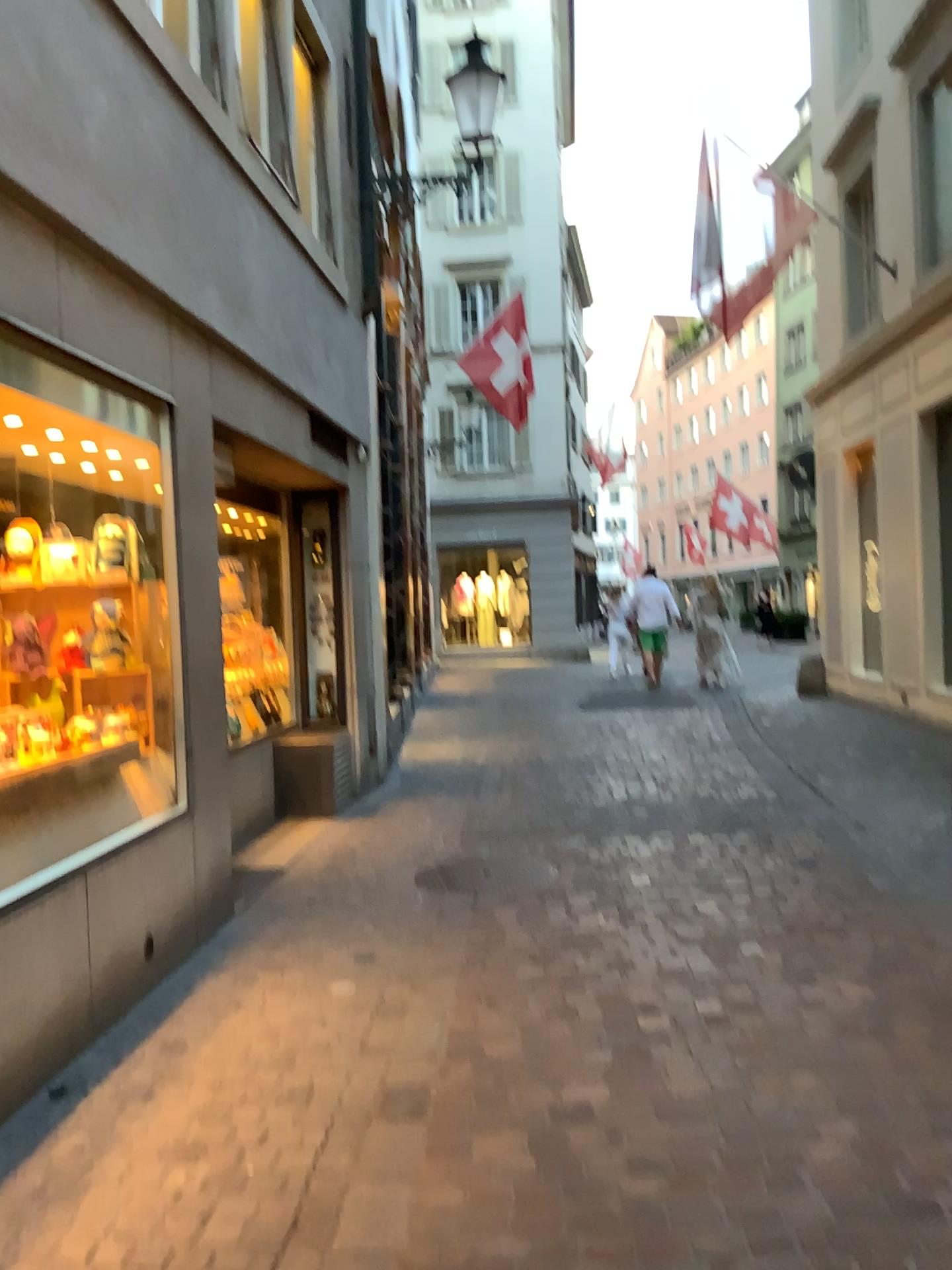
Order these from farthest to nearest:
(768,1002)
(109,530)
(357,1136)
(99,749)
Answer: (109,530), (99,749), (768,1002), (357,1136)
